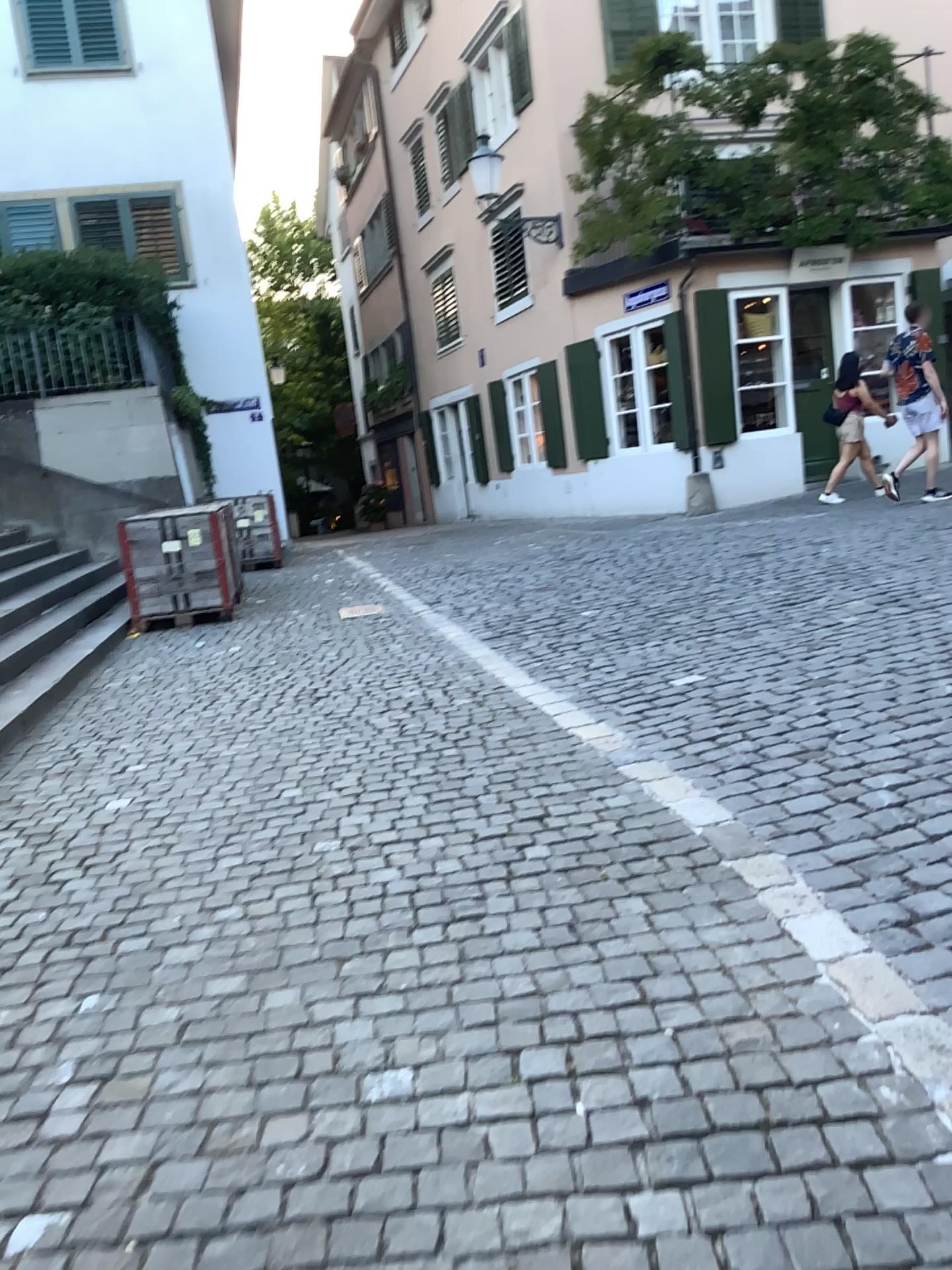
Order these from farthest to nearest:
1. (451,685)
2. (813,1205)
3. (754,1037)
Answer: (451,685) → (754,1037) → (813,1205)
